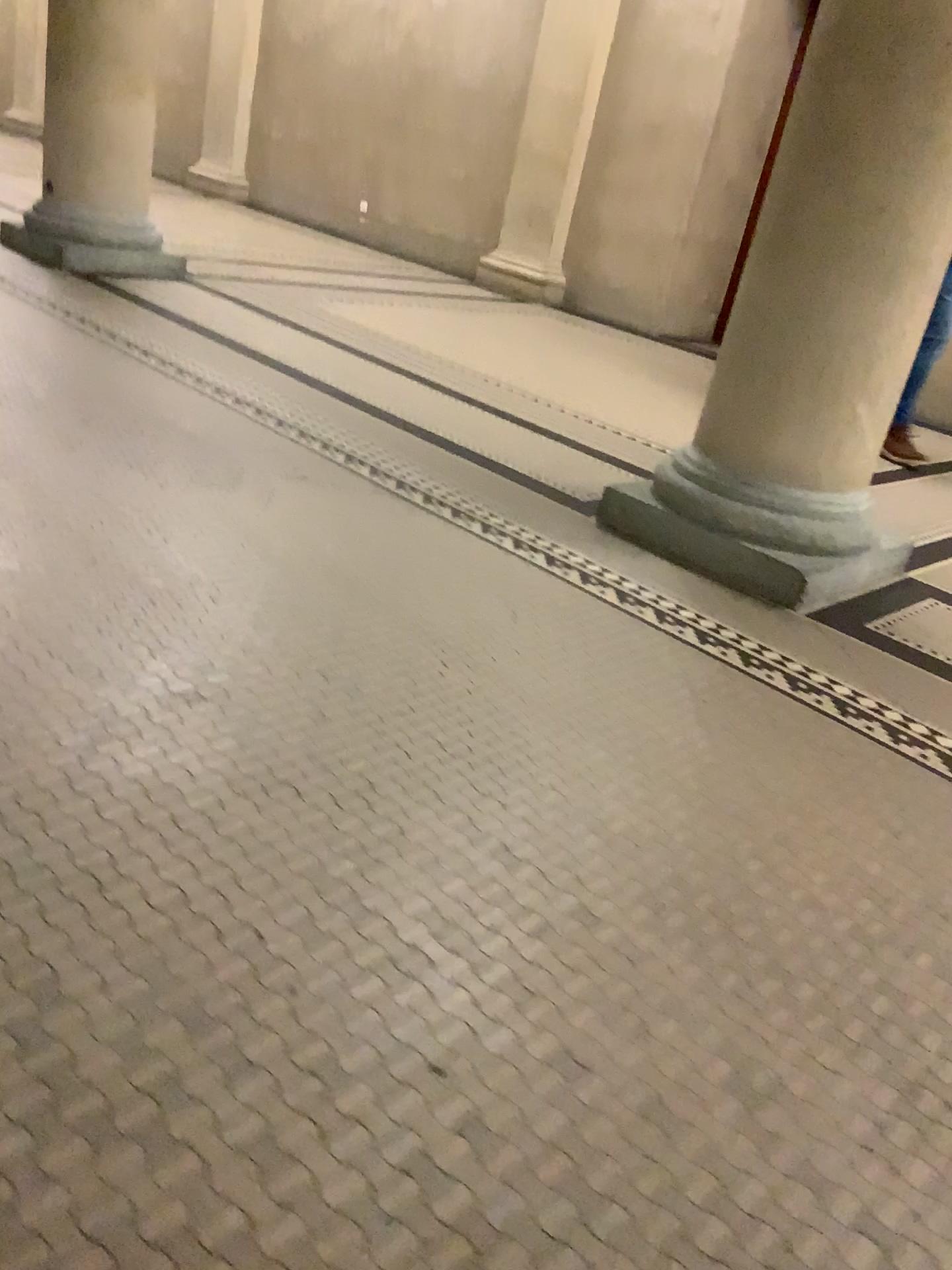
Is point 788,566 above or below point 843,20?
below

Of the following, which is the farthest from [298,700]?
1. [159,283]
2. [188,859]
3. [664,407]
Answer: [159,283]
